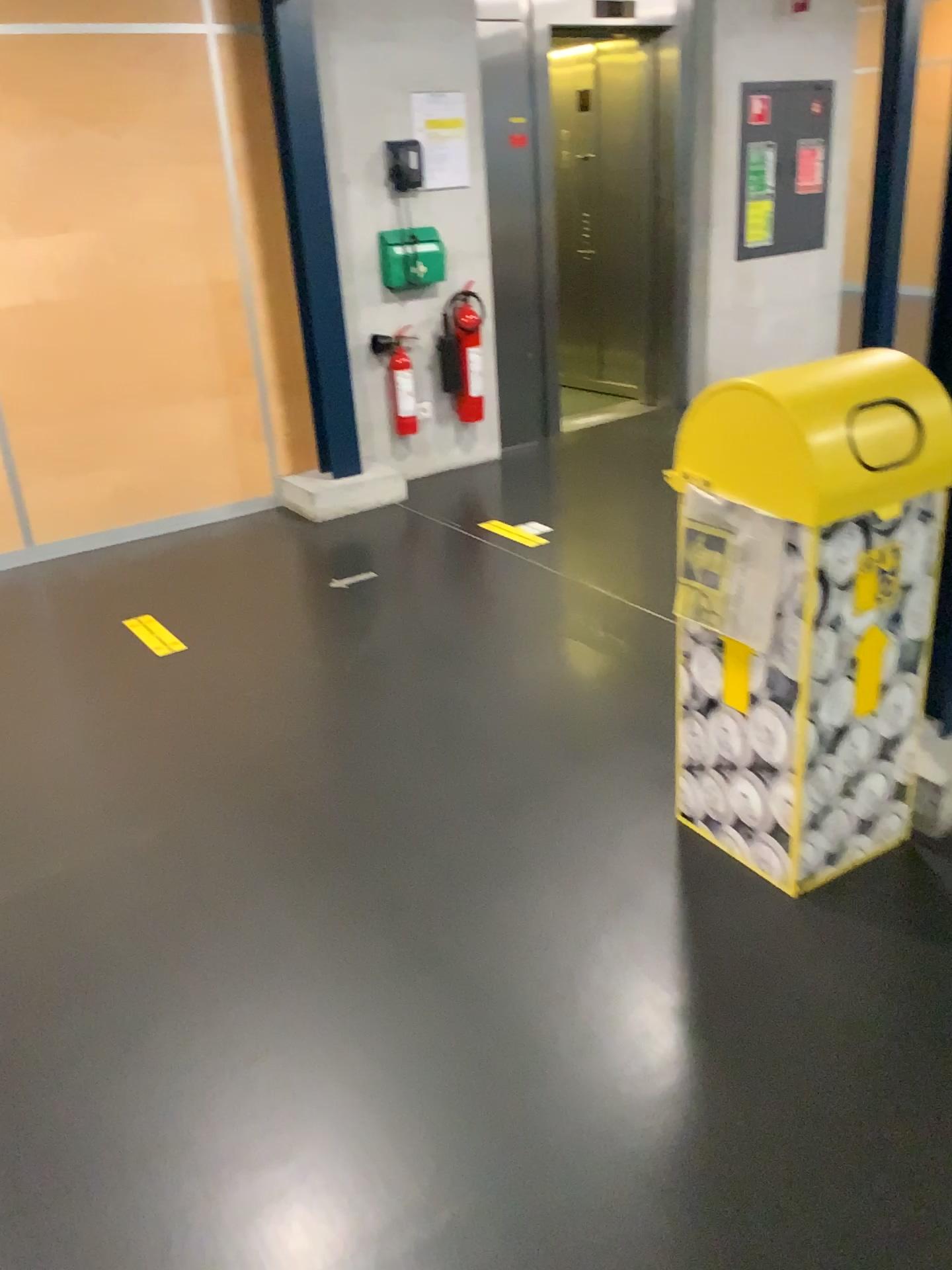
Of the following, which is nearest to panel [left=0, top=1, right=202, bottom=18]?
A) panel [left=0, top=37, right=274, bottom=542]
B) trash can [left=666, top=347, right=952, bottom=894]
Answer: panel [left=0, top=37, right=274, bottom=542]

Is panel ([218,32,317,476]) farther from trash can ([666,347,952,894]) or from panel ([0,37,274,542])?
trash can ([666,347,952,894])

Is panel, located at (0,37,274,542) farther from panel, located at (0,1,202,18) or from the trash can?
the trash can

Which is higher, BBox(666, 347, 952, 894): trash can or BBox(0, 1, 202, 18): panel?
BBox(0, 1, 202, 18): panel

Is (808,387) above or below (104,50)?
below

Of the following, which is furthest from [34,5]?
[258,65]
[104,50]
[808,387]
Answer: [808,387]

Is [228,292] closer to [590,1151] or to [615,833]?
[615,833]

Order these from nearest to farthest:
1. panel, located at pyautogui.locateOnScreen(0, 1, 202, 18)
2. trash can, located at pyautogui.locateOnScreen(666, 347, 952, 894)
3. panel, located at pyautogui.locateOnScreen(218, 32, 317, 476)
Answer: trash can, located at pyautogui.locateOnScreen(666, 347, 952, 894) < panel, located at pyautogui.locateOnScreen(0, 1, 202, 18) < panel, located at pyautogui.locateOnScreen(218, 32, 317, 476)

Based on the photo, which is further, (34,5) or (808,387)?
(34,5)

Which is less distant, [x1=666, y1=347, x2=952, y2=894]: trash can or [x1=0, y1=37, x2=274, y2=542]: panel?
[x1=666, y1=347, x2=952, y2=894]: trash can
